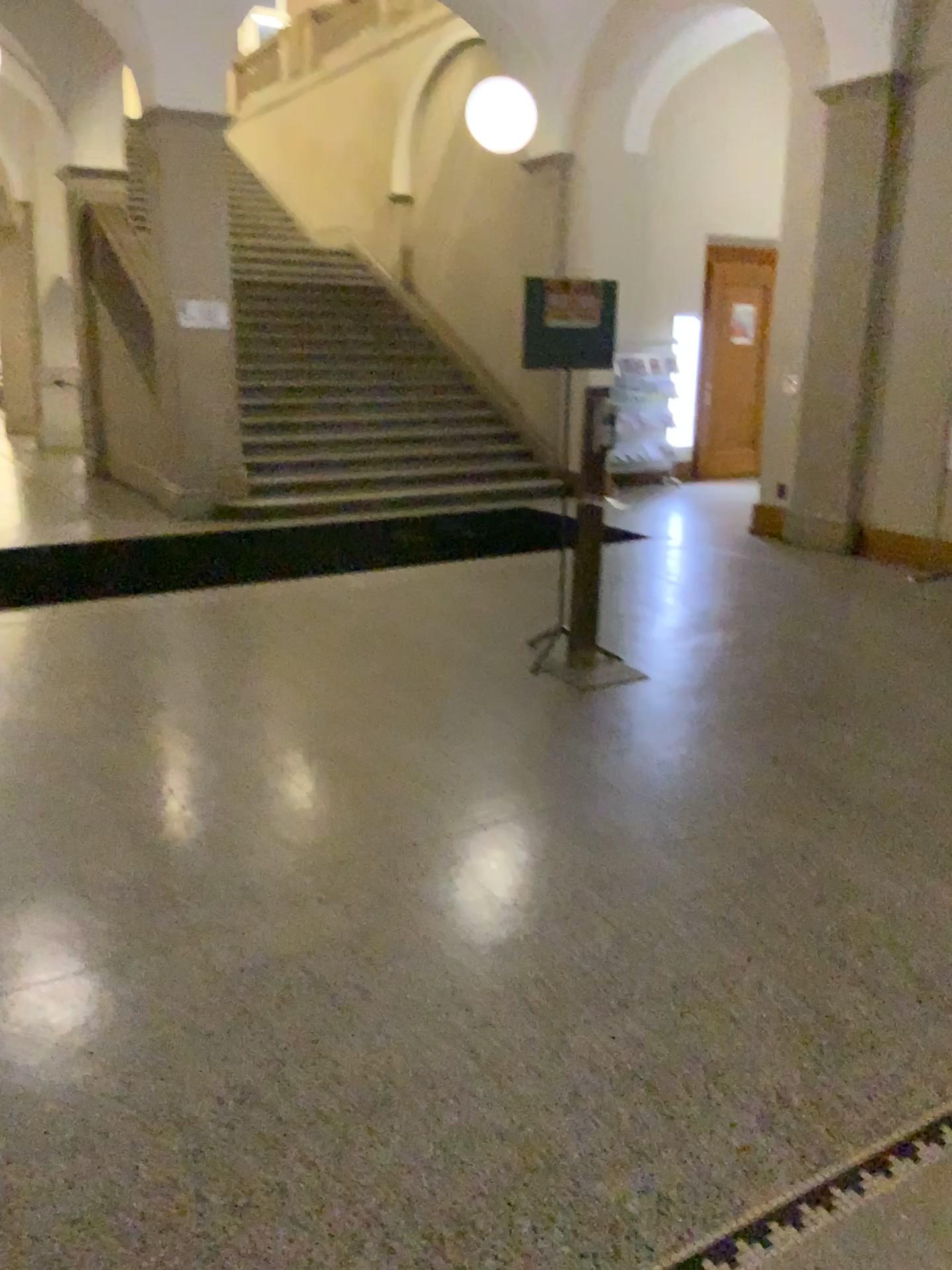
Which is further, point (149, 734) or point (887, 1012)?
point (149, 734)
